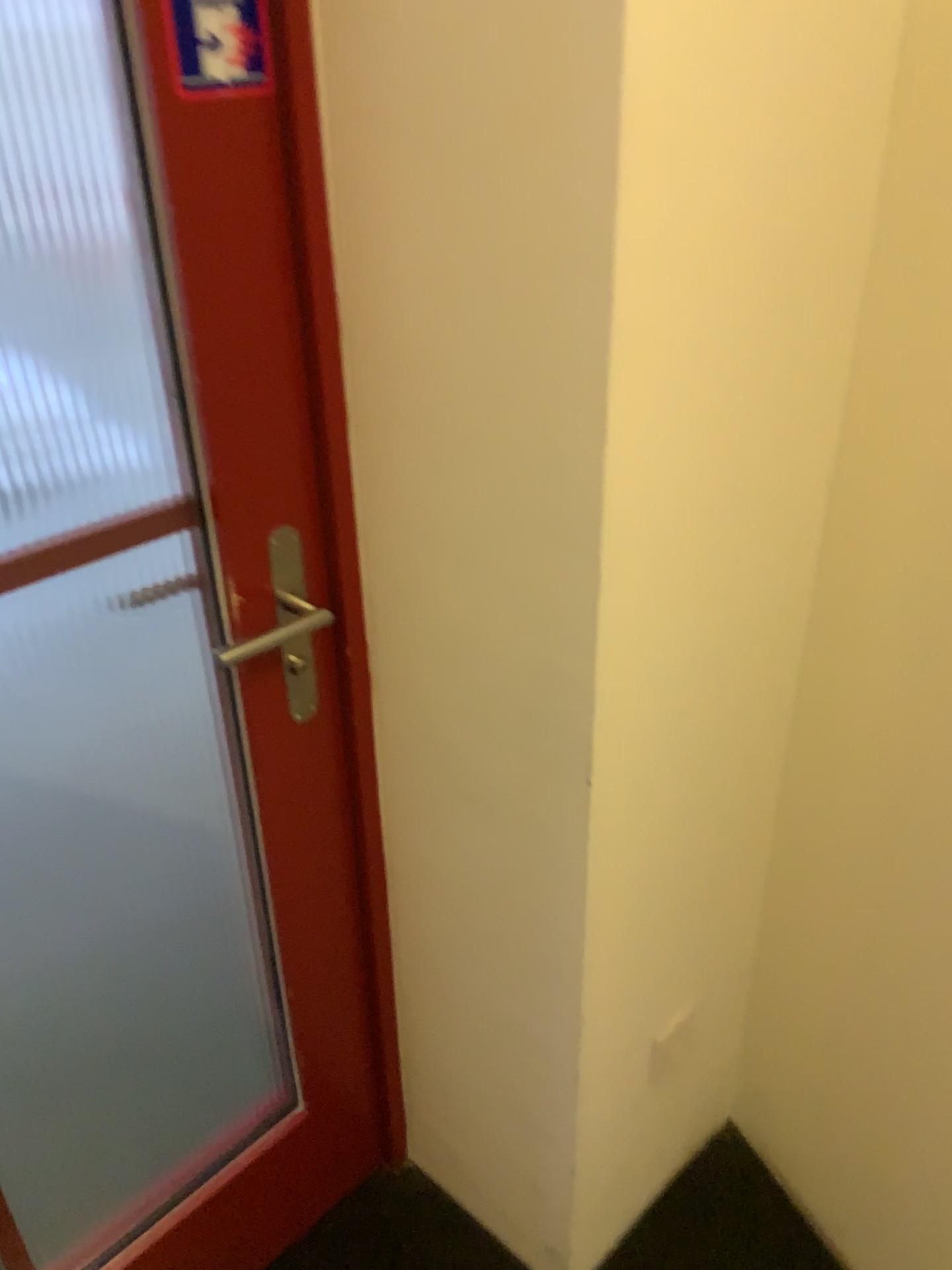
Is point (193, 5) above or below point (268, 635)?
above

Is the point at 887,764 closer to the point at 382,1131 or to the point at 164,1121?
the point at 382,1131

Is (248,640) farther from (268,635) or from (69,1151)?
(69,1151)

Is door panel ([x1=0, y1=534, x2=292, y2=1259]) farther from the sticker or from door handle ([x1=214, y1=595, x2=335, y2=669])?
the sticker

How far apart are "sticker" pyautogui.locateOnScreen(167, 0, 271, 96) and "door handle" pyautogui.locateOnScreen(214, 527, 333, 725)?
0.39m

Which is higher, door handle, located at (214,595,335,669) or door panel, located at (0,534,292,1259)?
door handle, located at (214,595,335,669)

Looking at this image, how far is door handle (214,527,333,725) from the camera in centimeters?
104cm

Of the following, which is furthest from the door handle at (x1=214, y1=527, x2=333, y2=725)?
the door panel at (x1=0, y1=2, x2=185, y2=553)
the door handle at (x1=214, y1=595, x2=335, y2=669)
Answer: the door panel at (x1=0, y1=2, x2=185, y2=553)

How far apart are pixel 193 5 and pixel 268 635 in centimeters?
54cm

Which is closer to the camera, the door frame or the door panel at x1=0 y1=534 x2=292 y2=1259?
the door frame
